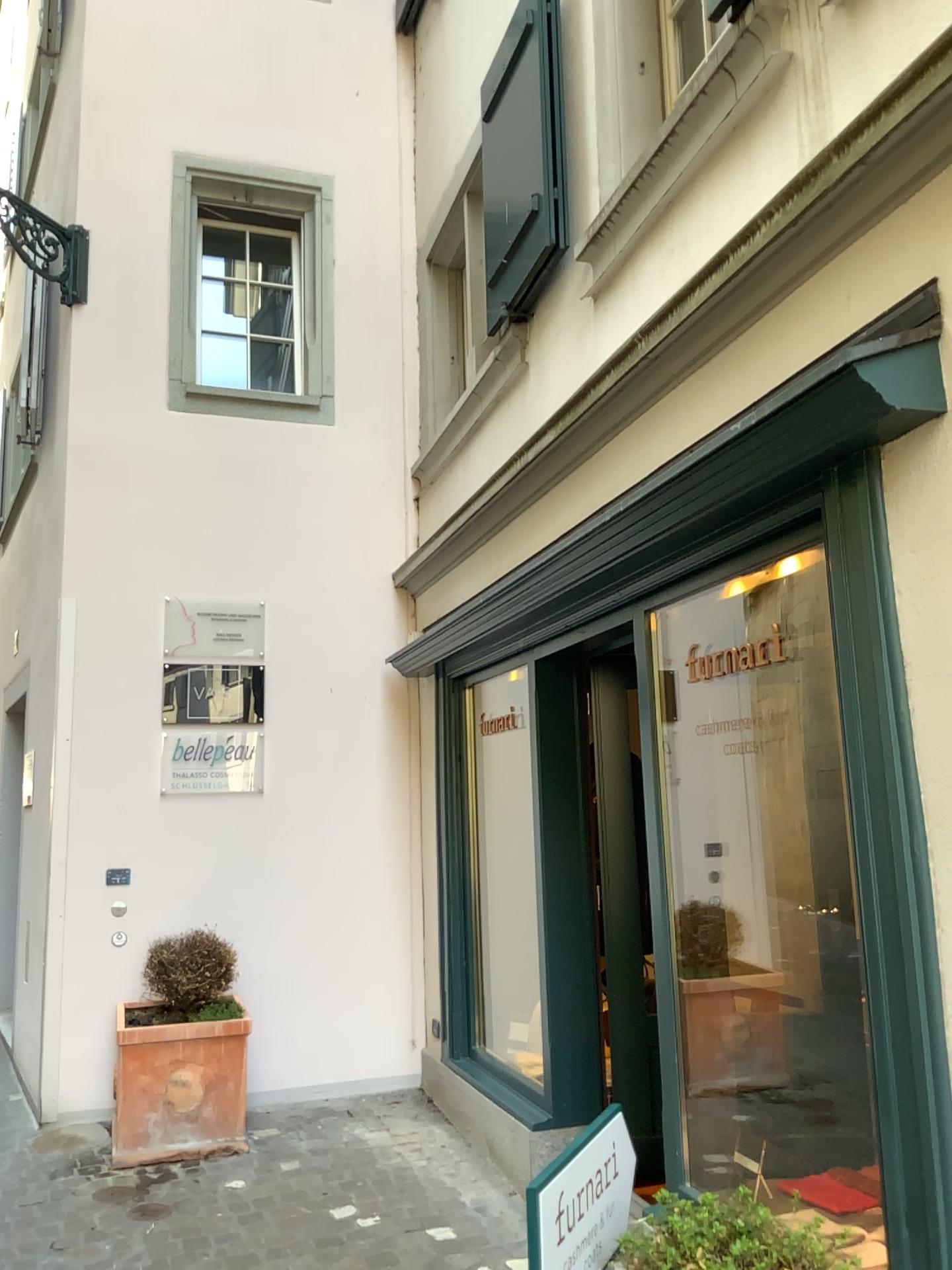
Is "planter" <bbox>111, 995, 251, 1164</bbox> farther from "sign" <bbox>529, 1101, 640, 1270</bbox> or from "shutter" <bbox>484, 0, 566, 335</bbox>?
"shutter" <bbox>484, 0, 566, 335</bbox>

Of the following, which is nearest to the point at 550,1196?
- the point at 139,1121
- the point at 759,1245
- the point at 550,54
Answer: the point at 759,1245

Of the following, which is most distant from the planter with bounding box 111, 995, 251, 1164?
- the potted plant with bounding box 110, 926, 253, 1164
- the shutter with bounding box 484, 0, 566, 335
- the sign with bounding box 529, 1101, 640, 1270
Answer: the shutter with bounding box 484, 0, 566, 335

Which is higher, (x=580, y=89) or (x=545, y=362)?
(x=580, y=89)

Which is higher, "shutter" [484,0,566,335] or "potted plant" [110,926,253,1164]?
"shutter" [484,0,566,335]

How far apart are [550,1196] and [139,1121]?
3.4 meters

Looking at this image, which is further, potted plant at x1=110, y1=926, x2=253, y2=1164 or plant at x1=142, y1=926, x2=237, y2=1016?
plant at x1=142, y1=926, x2=237, y2=1016

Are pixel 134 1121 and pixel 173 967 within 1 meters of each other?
yes

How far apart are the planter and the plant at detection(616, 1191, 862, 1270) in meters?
3.2

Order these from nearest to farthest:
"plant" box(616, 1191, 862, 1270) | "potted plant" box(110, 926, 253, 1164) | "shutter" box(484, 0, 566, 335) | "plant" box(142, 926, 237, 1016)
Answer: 1. "plant" box(616, 1191, 862, 1270)
2. "shutter" box(484, 0, 566, 335)
3. "potted plant" box(110, 926, 253, 1164)
4. "plant" box(142, 926, 237, 1016)
